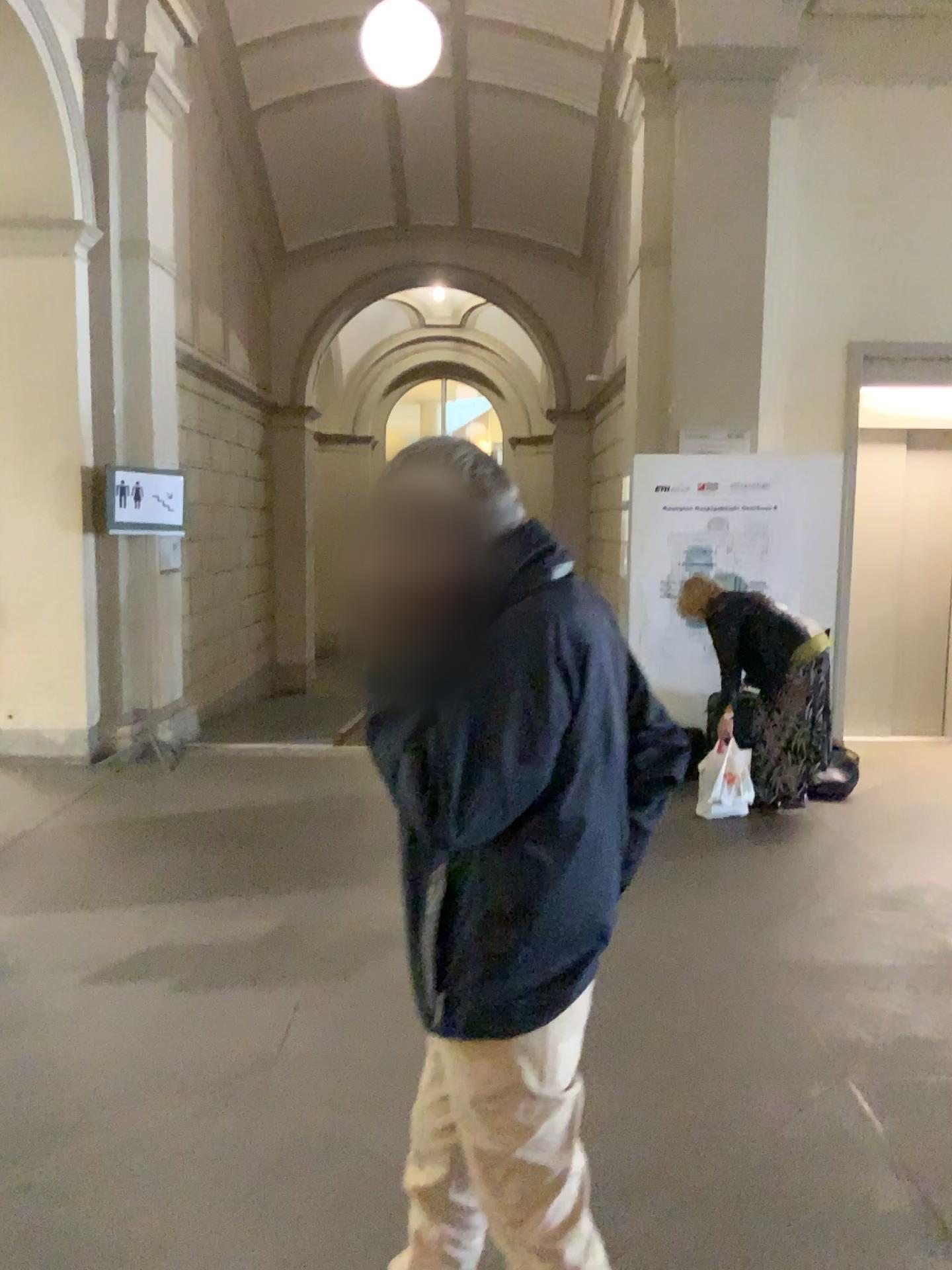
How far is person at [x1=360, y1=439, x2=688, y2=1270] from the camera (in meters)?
1.38

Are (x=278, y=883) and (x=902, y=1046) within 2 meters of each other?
no

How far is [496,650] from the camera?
1.38m

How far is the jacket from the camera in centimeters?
137cm

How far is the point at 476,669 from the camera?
1.4m
